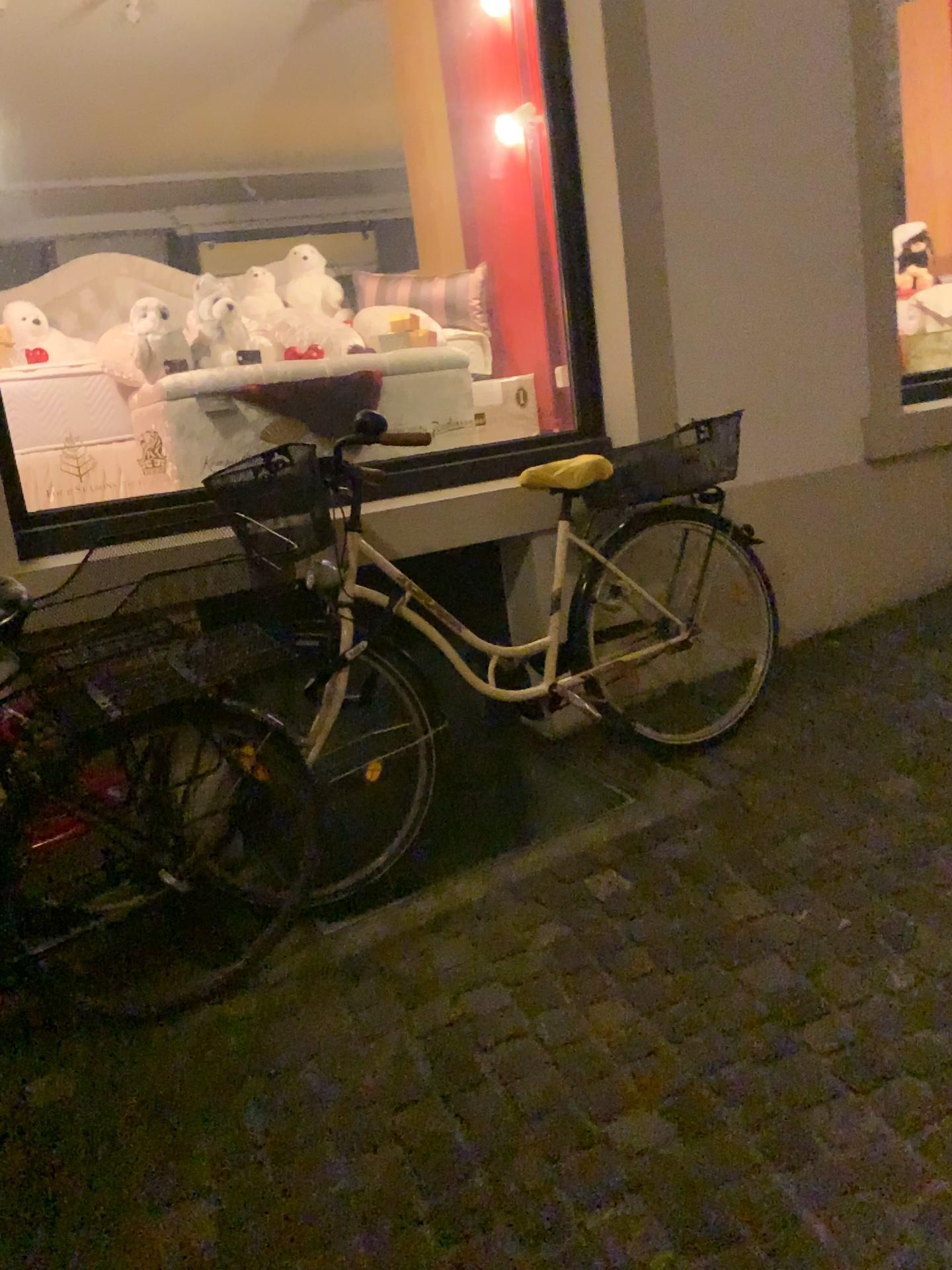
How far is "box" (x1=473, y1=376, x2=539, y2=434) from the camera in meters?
3.3 m

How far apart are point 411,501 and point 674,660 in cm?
89

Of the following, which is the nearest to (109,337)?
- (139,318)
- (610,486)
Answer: (139,318)

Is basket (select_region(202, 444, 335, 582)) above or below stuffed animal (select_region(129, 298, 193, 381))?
below

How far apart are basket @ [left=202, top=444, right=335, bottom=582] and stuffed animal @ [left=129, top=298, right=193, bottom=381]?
0.54m

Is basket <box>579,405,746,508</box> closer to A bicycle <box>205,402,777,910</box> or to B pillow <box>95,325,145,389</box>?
A bicycle <box>205,402,777,910</box>

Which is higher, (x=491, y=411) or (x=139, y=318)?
(x=139, y=318)

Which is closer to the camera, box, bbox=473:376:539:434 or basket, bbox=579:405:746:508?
basket, bbox=579:405:746:508

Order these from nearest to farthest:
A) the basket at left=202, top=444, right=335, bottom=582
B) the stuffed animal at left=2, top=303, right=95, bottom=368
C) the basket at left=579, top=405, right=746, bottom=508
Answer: the basket at left=202, top=444, right=335, bottom=582 → the stuffed animal at left=2, top=303, right=95, bottom=368 → the basket at left=579, top=405, right=746, bottom=508

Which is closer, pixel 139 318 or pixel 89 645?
pixel 89 645
